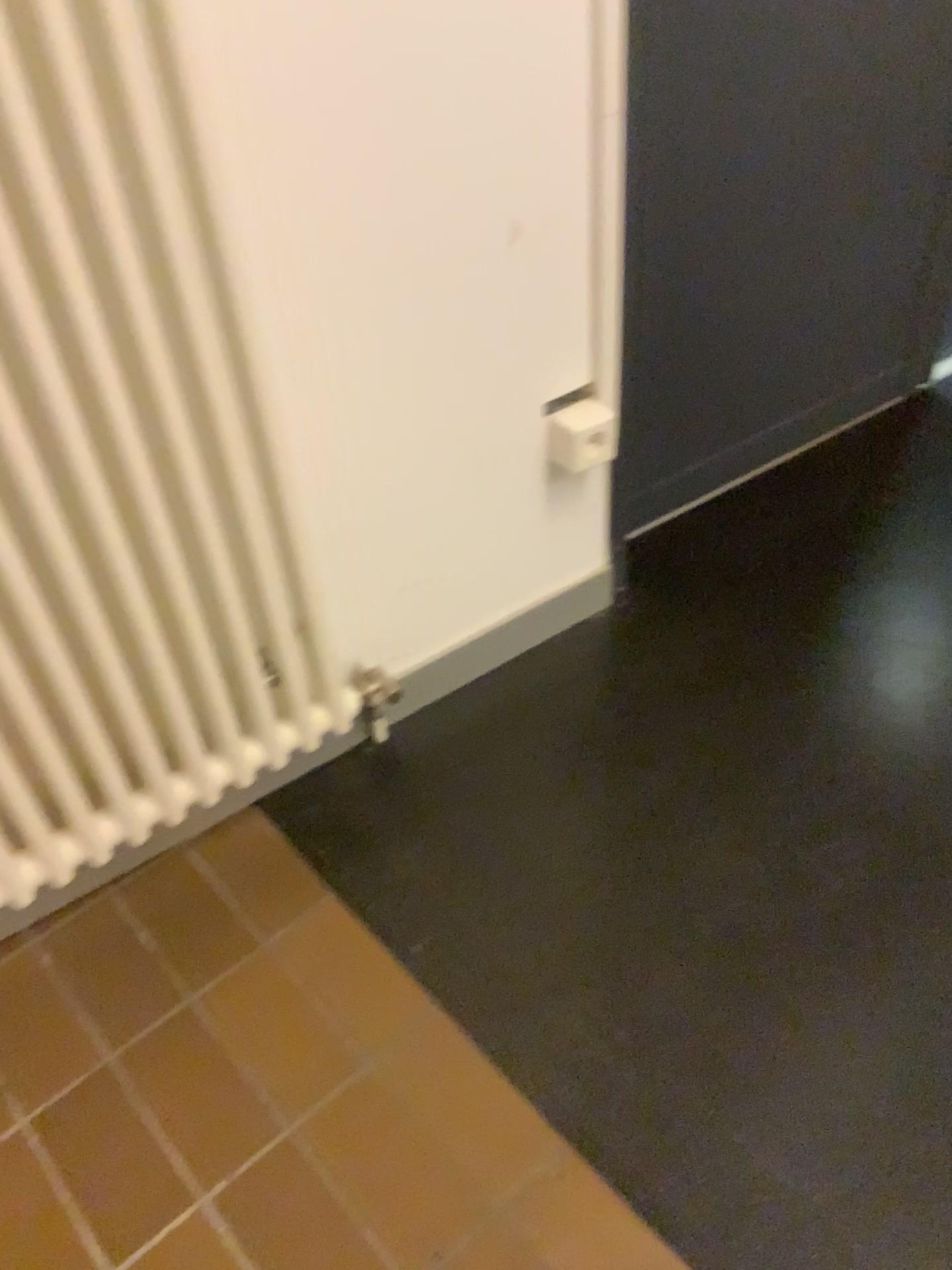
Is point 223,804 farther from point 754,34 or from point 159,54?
point 754,34

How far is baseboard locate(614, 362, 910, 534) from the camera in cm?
179

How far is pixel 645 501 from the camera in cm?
179

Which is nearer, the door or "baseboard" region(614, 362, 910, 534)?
the door

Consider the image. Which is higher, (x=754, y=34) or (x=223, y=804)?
(x=754, y=34)

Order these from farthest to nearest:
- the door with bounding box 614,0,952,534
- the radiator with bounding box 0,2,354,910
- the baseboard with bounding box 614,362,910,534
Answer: the baseboard with bounding box 614,362,910,534, the door with bounding box 614,0,952,534, the radiator with bounding box 0,2,354,910

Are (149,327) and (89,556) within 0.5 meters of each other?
yes

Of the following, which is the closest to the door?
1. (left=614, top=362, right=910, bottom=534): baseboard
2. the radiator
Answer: (left=614, top=362, right=910, bottom=534): baseboard

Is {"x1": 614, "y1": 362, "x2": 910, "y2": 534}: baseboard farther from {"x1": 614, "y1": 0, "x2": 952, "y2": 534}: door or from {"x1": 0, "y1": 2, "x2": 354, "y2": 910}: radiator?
{"x1": 0, "y1": 2, "x2": 354, "y2": 910}: radiator
